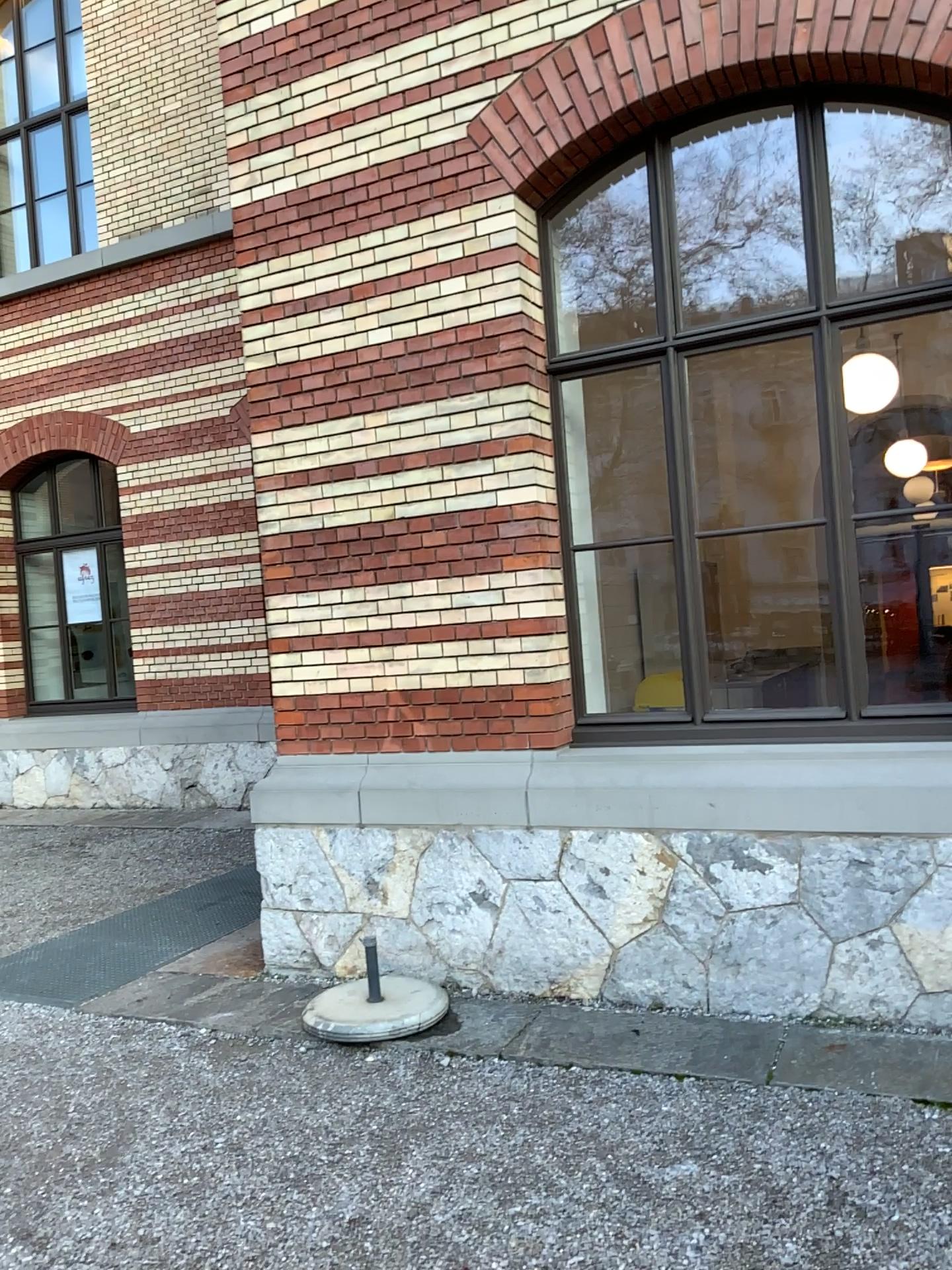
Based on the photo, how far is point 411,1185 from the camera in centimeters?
297cm

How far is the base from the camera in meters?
4.0

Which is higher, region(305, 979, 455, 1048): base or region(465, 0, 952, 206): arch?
region(465, 0, 952, 206): arch

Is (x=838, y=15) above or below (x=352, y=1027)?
above

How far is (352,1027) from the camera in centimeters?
403cm
